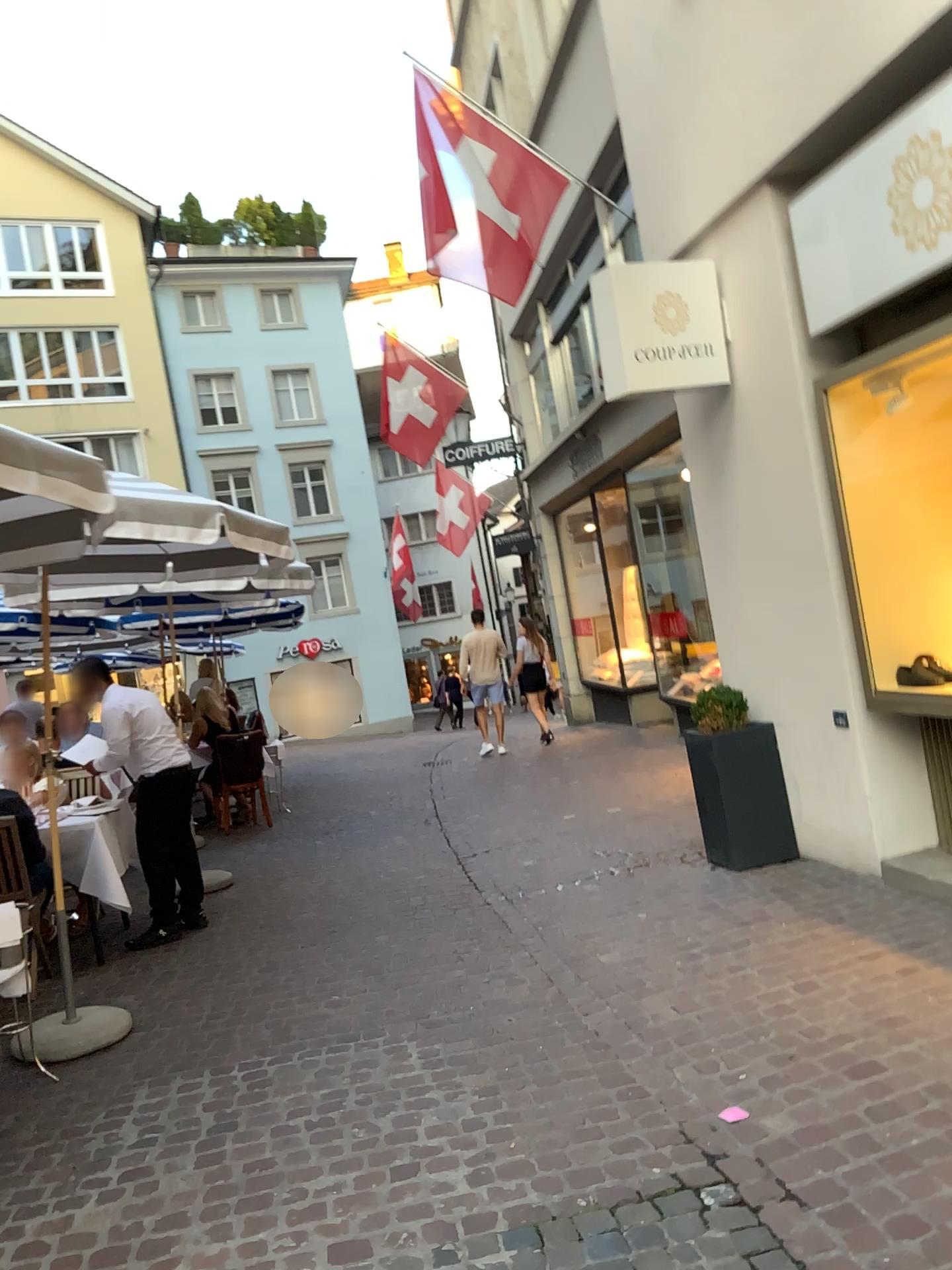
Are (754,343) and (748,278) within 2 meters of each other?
yes
